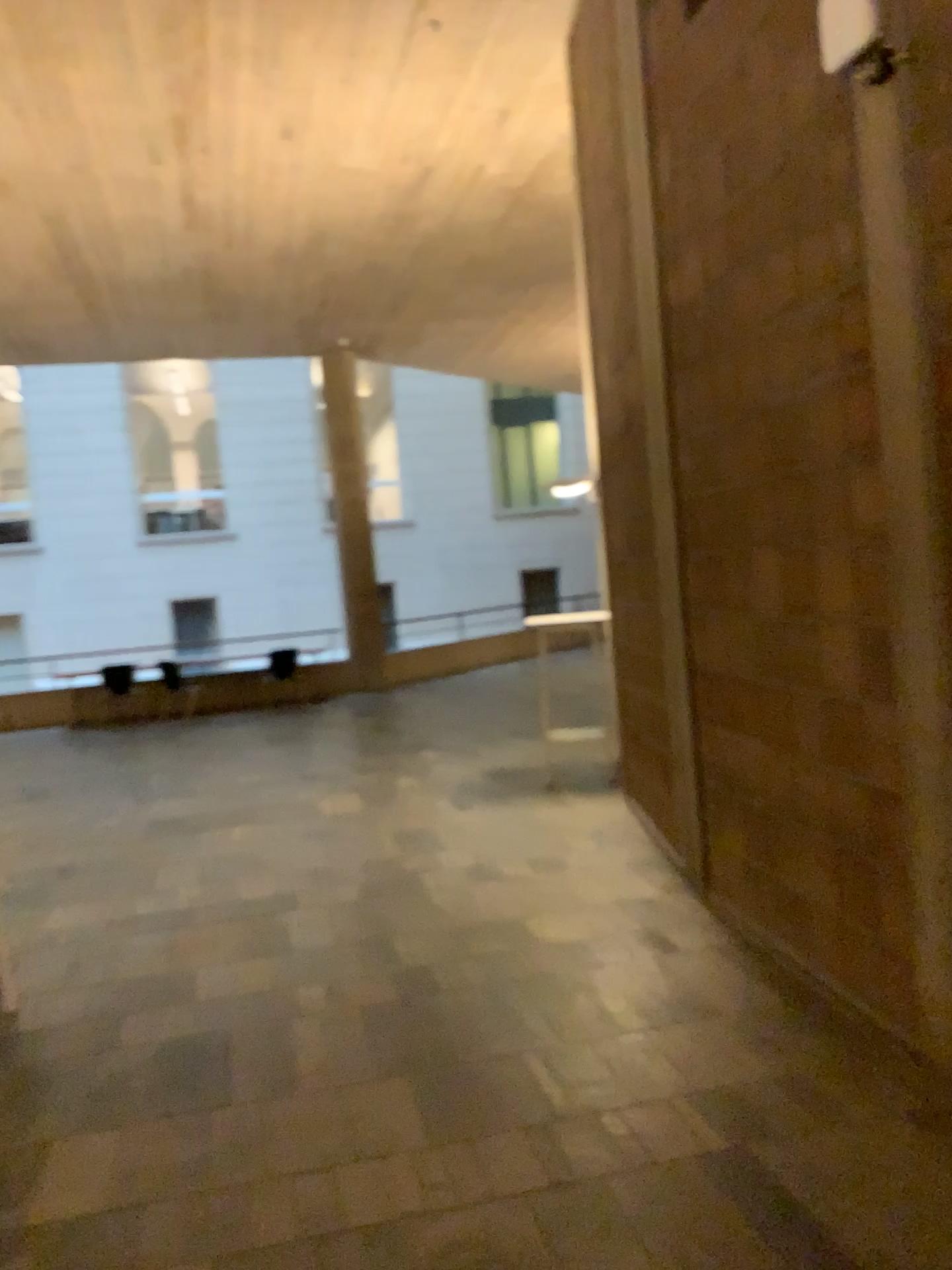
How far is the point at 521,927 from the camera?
4.6m
